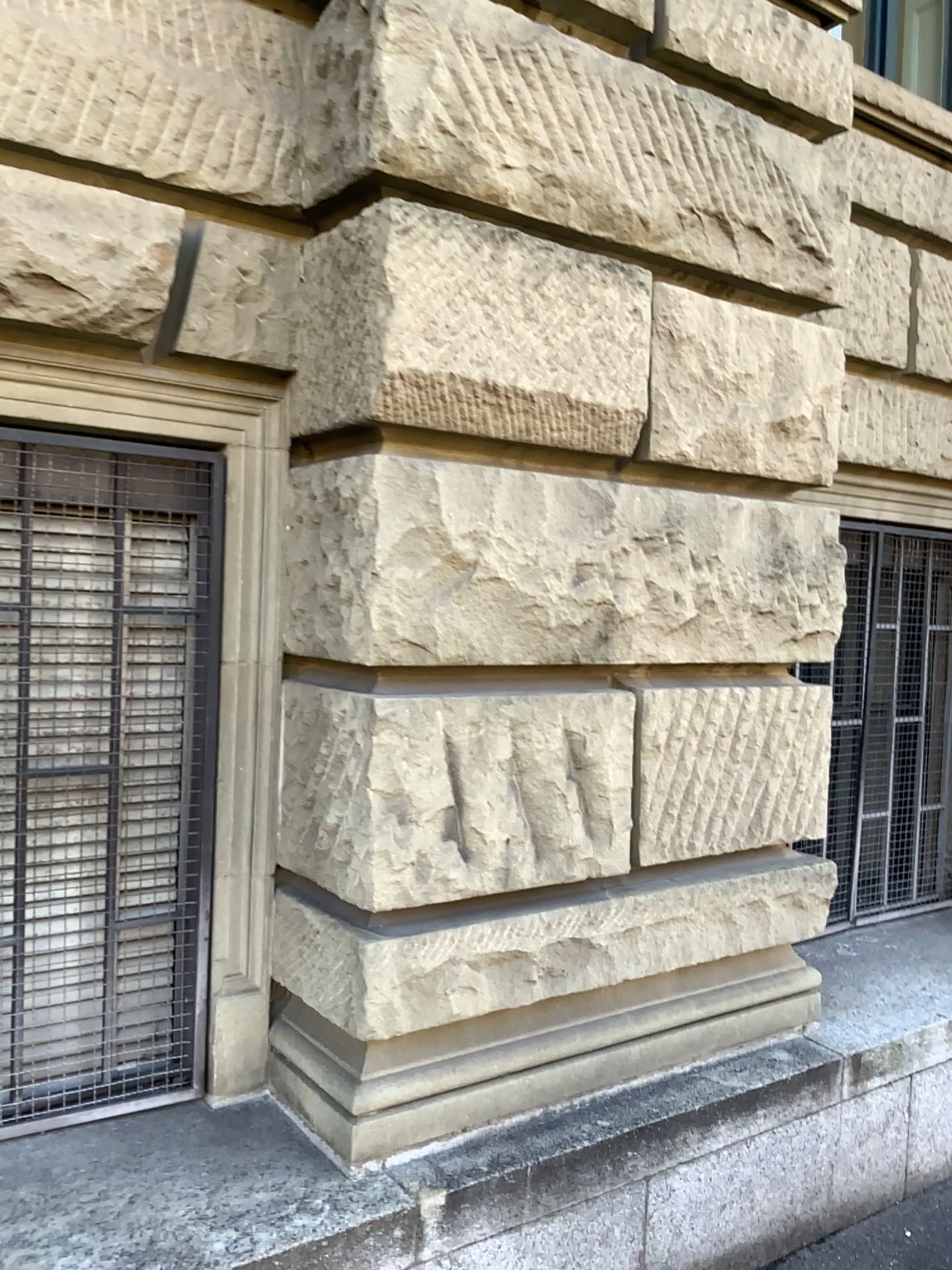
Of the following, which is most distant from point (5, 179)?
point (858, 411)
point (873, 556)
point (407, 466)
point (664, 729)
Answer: point (873, 556)

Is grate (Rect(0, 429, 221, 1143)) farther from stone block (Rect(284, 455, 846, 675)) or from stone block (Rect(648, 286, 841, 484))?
stone block (Rect(648, 286, 841, 484))

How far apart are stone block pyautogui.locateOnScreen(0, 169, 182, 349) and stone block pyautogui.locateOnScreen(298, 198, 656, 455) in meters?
0.3 m

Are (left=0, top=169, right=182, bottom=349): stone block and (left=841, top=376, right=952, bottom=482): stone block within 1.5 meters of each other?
no

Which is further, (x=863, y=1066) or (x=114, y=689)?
(x=863, y=1066)

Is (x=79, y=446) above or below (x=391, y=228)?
below

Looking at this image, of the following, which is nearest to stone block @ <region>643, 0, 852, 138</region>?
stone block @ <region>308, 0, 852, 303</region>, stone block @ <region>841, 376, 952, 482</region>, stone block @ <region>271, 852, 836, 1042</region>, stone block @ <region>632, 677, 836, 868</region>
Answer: stone block @ <region>308, 0, 852, 303</region>

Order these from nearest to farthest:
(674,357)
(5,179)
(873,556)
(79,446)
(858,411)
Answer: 1. (5,179)
2. (79,446)
3. (674,357)
4. (858,411)
5. (873,556)

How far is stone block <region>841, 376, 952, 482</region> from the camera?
3.68m

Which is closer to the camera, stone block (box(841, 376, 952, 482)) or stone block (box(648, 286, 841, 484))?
stone block (box(648, 286, 841, 484))
